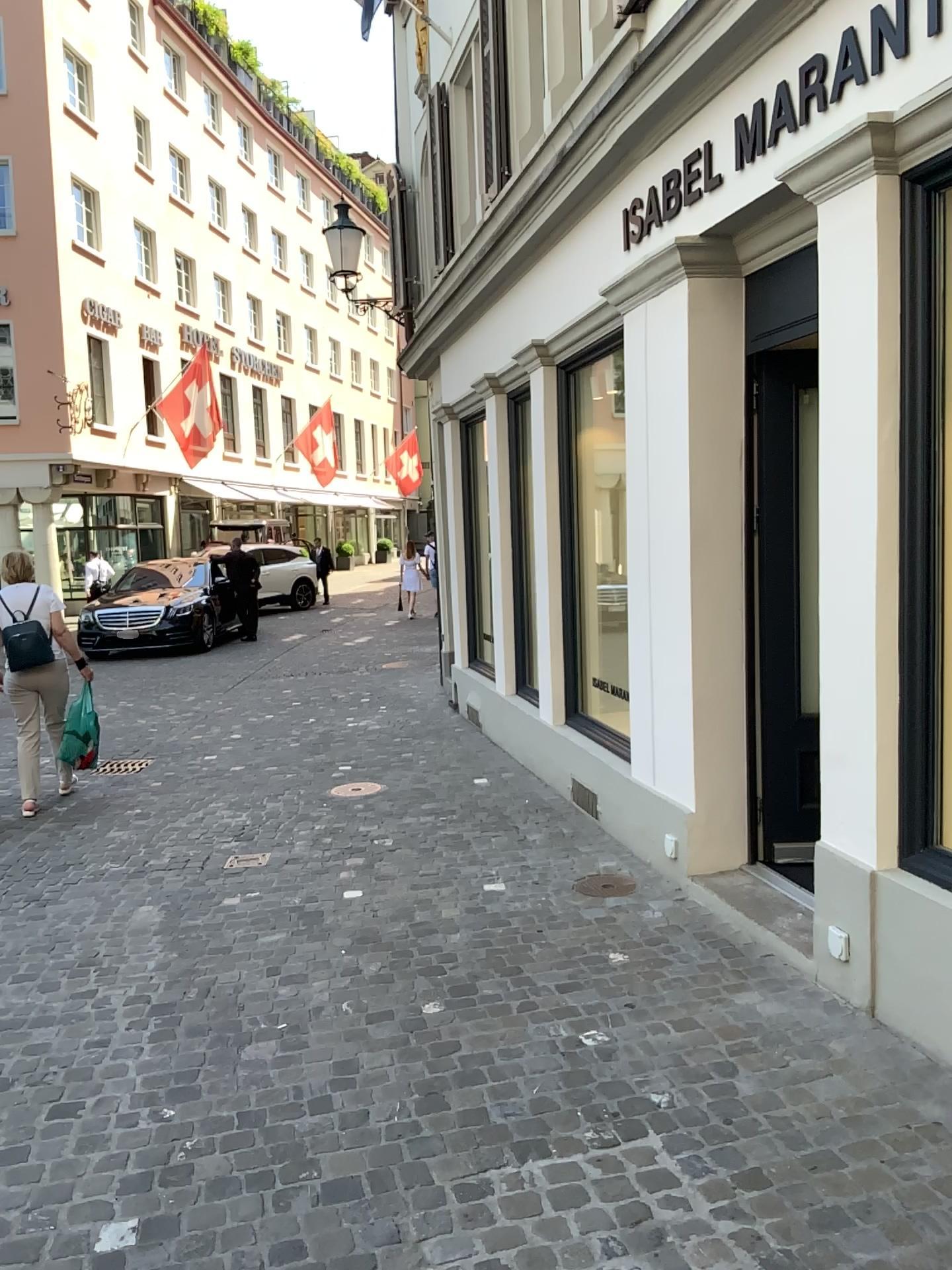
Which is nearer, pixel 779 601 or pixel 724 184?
pixel 724 184

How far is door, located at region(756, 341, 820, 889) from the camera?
4.4 meters

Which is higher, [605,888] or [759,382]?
[759,382]

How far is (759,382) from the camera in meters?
4.4 m
